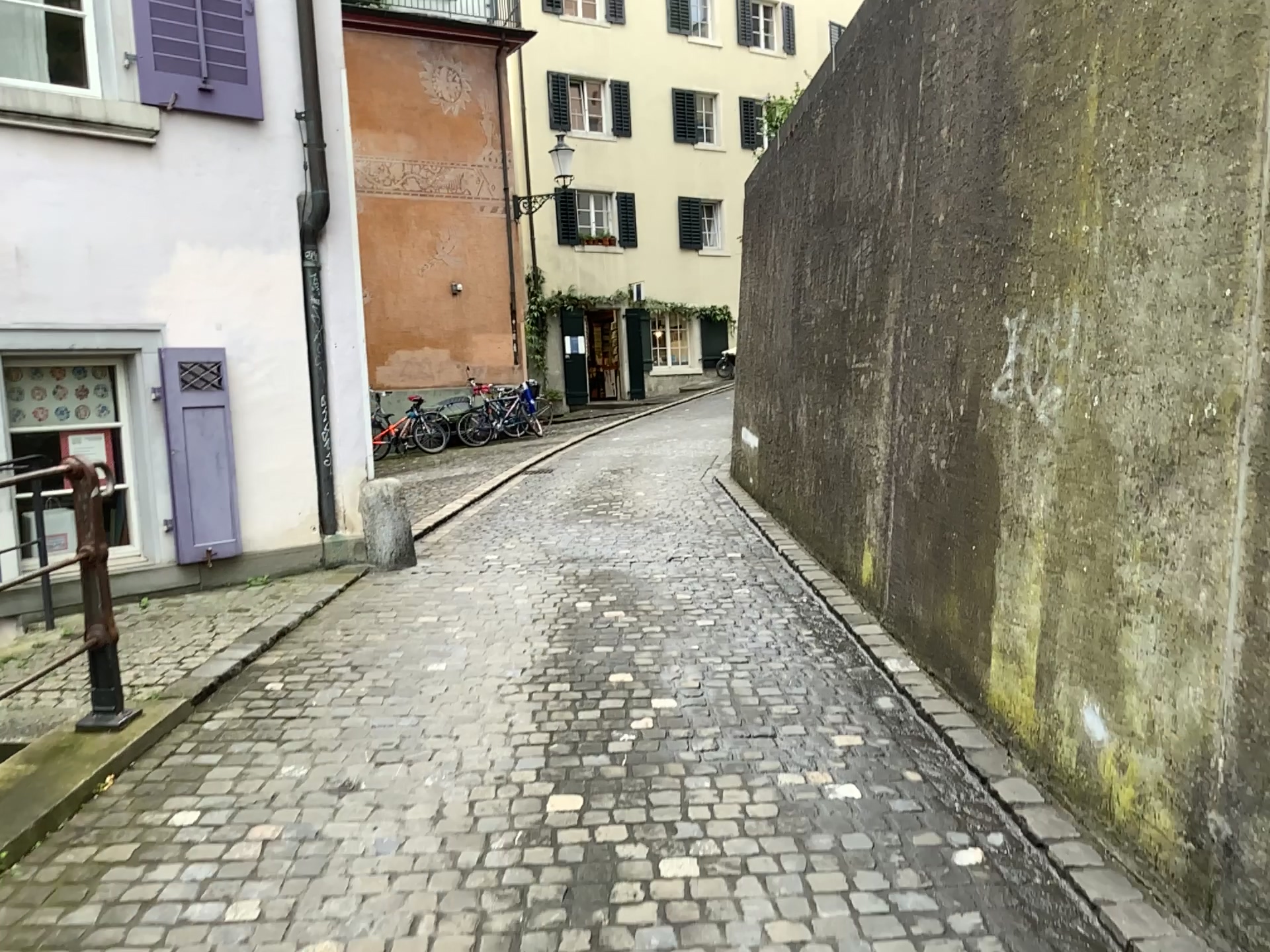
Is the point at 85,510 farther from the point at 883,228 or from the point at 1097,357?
the point at 883,228
